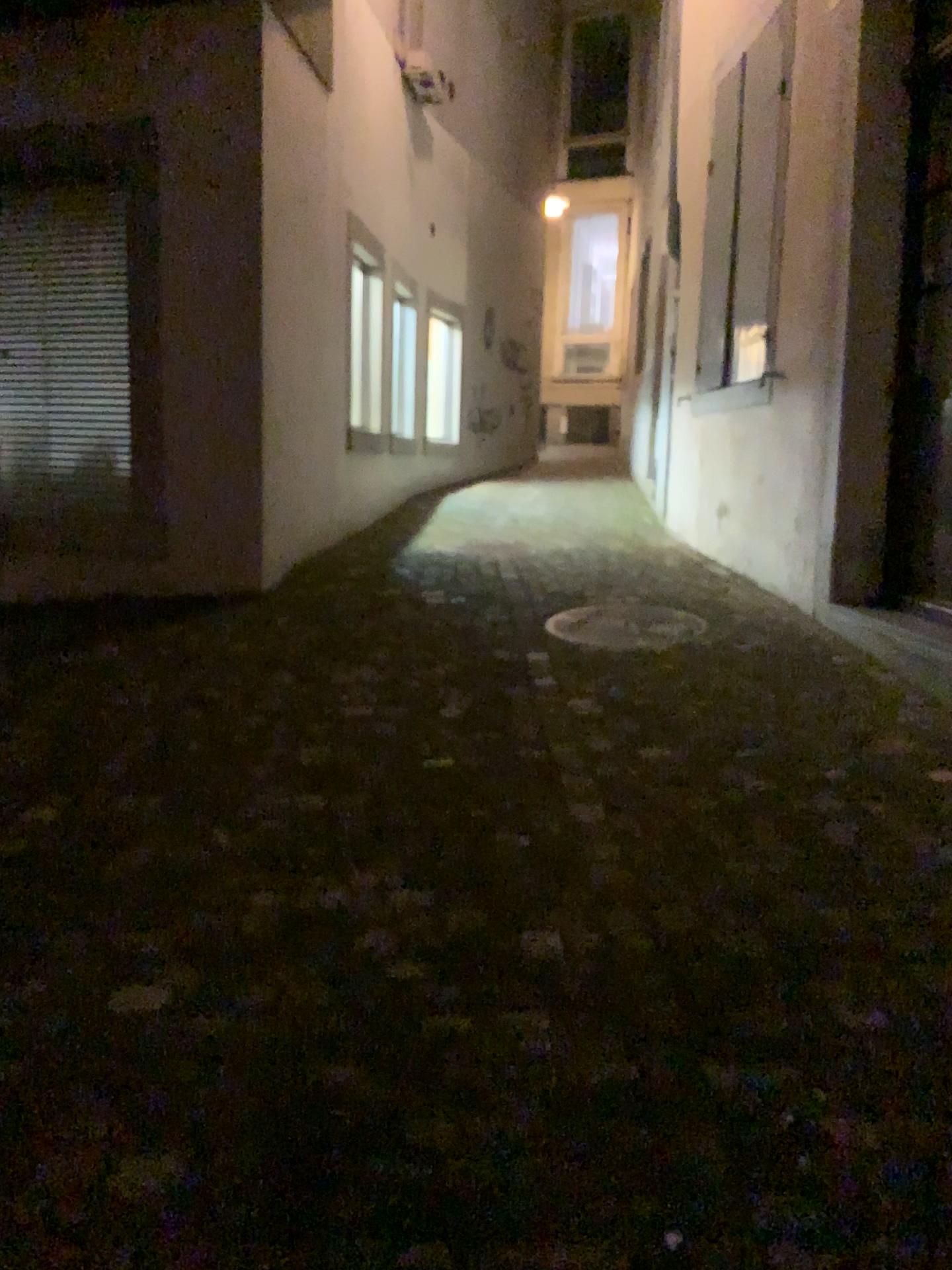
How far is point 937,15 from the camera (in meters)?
4.15

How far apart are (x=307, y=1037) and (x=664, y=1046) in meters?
0.6 m

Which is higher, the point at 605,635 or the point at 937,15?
the point at 937,15

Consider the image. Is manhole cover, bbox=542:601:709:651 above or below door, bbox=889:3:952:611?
below

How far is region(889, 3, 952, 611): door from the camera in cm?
415
